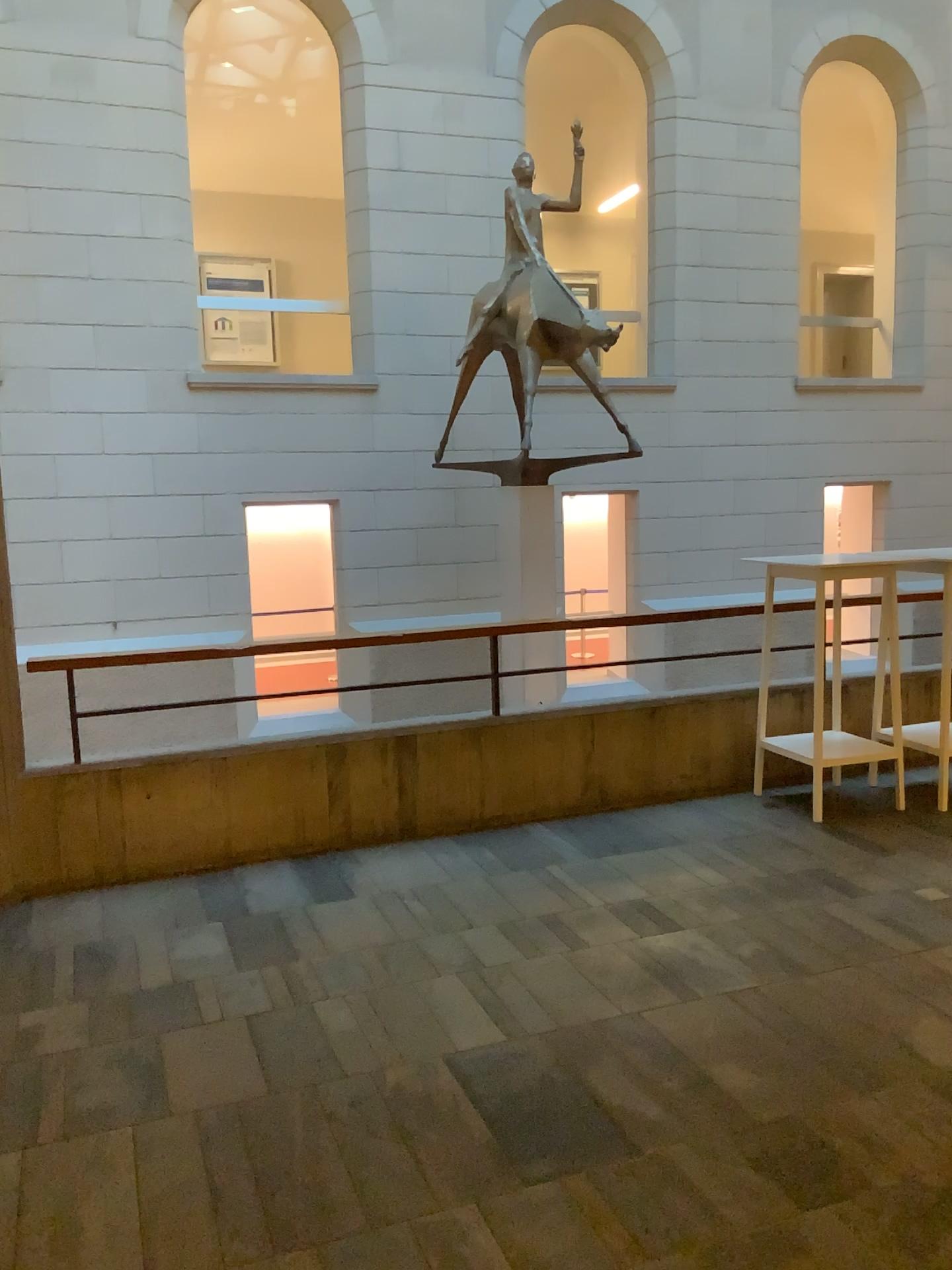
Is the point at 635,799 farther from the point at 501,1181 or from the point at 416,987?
the point at 501,1181
